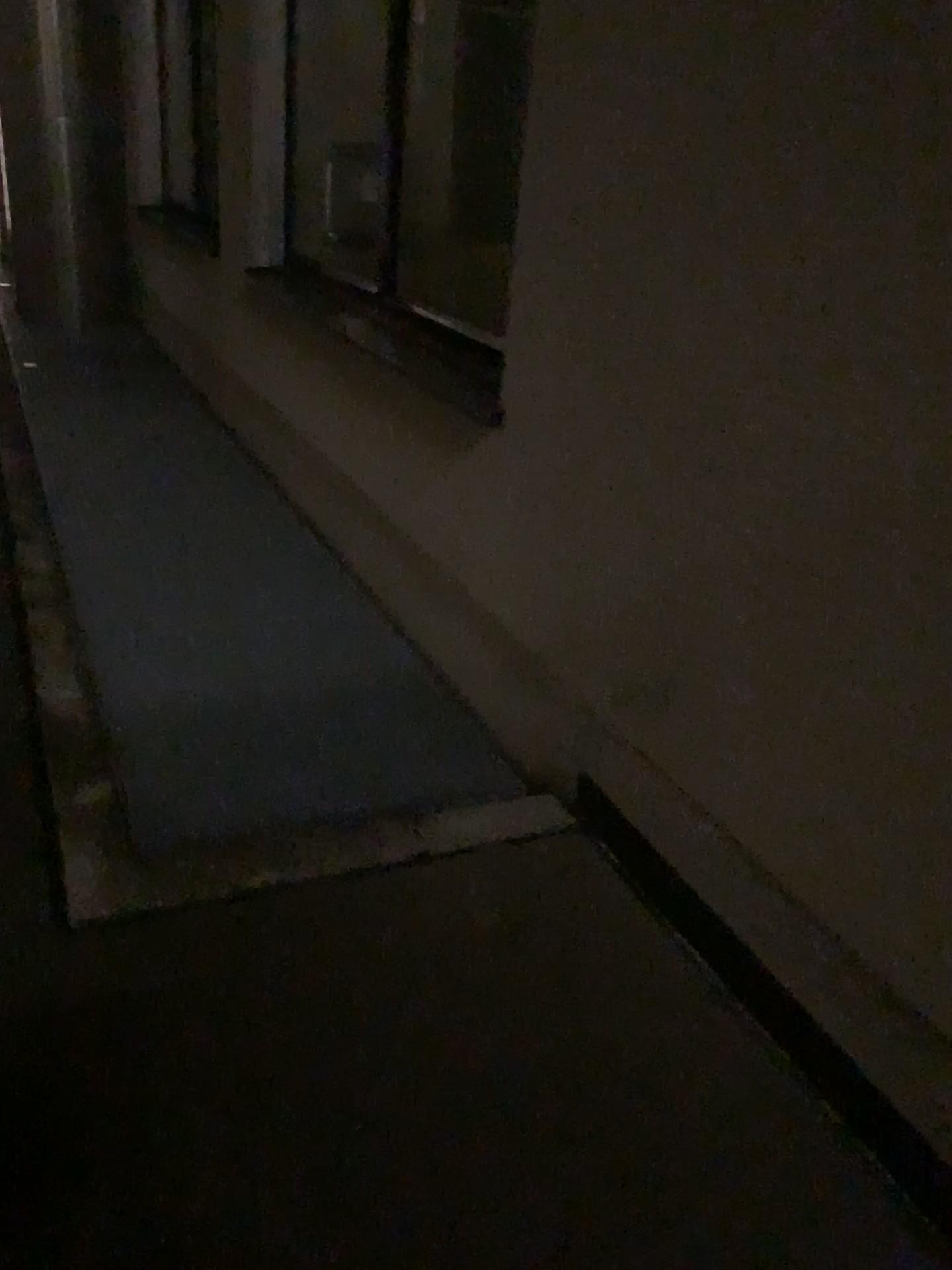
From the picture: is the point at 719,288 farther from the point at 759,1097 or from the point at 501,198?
the point at 501,198
